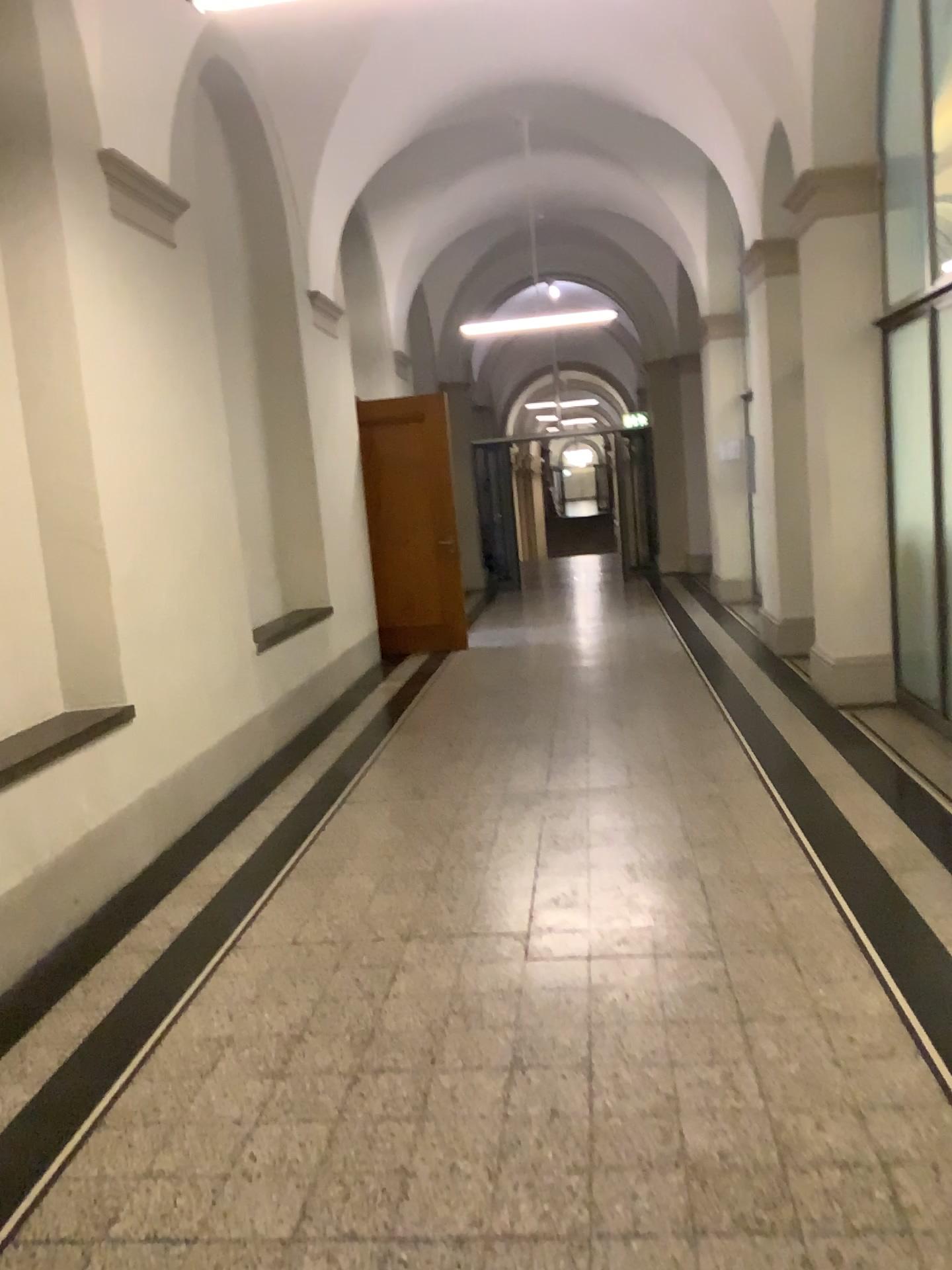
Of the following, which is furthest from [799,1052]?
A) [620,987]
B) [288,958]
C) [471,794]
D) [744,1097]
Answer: [471,794]
